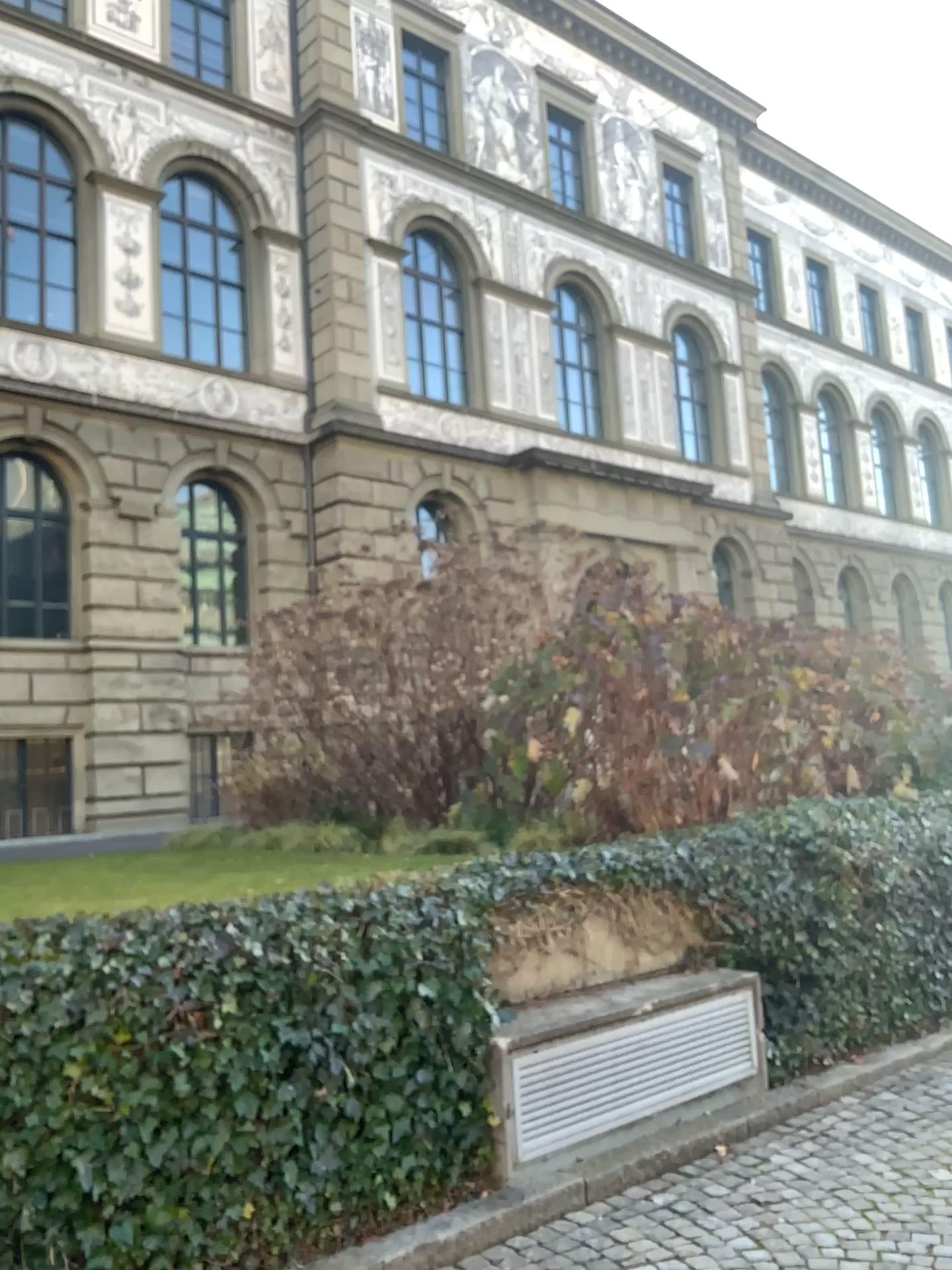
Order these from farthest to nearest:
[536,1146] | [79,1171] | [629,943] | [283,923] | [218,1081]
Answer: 1. [629,943]
2. [536,1146]
3. [283,923]
4. [218,1081]
5. [79,1171]
